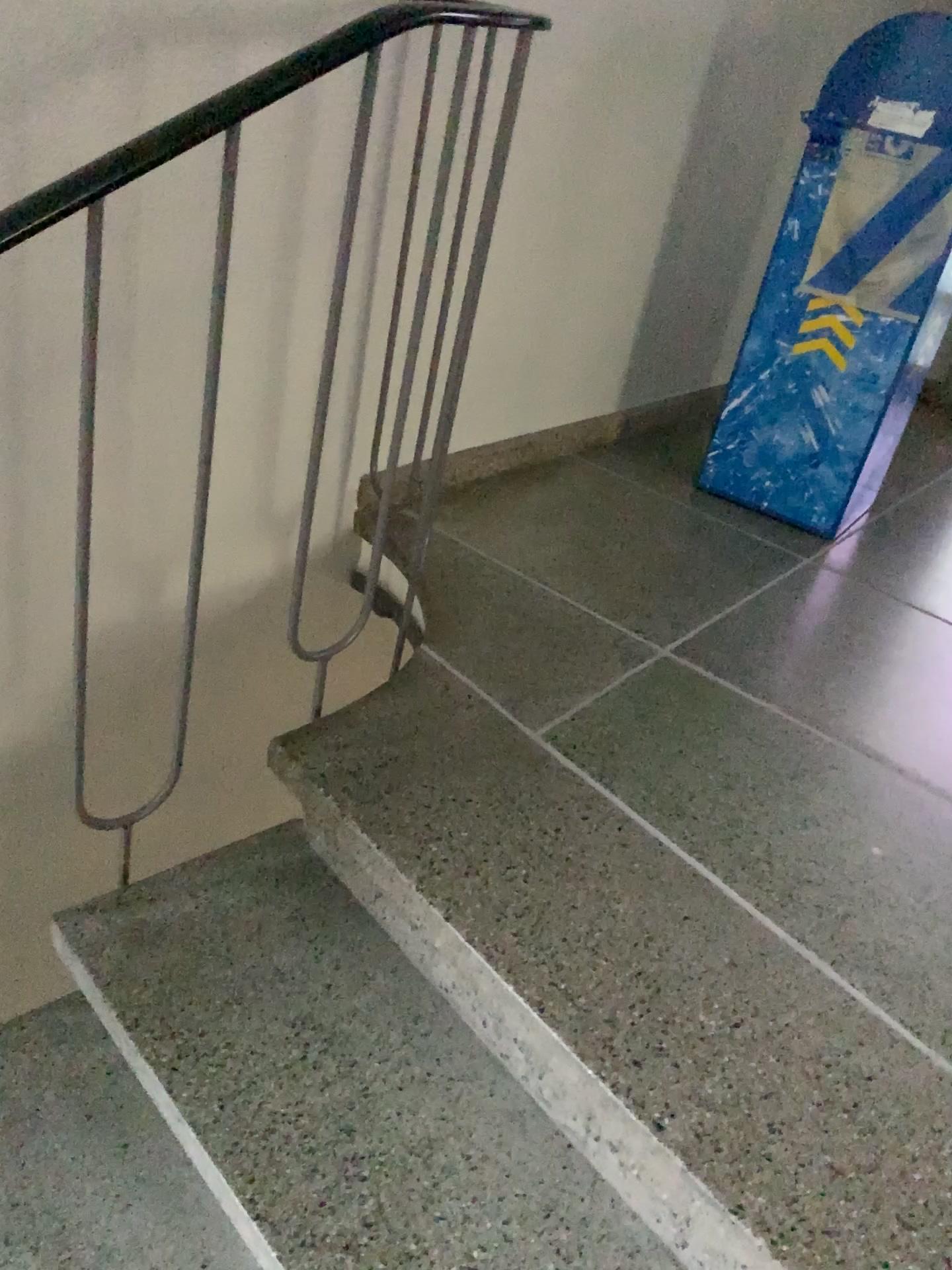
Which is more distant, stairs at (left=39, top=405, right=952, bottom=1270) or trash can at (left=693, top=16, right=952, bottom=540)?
trash can at (left=693, top=16, right=952, bottom=540)

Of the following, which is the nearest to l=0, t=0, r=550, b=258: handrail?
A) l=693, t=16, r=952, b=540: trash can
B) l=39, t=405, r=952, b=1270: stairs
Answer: l=39, t=405, r=952, b=1270: stairs

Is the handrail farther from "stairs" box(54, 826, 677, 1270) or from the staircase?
"stairs" box(54, 826, 677, 1270)

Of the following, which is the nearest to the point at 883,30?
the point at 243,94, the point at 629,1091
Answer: the point at 243,94

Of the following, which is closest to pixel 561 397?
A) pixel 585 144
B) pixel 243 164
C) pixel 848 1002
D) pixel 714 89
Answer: pixel 585 144

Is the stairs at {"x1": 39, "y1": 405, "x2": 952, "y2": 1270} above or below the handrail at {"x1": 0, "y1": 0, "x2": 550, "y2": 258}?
below

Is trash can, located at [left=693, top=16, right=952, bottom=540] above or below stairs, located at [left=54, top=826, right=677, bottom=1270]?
above

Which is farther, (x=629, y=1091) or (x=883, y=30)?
(x=883, y=30)

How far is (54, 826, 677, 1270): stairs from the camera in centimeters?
109cm

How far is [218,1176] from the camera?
1.1m
